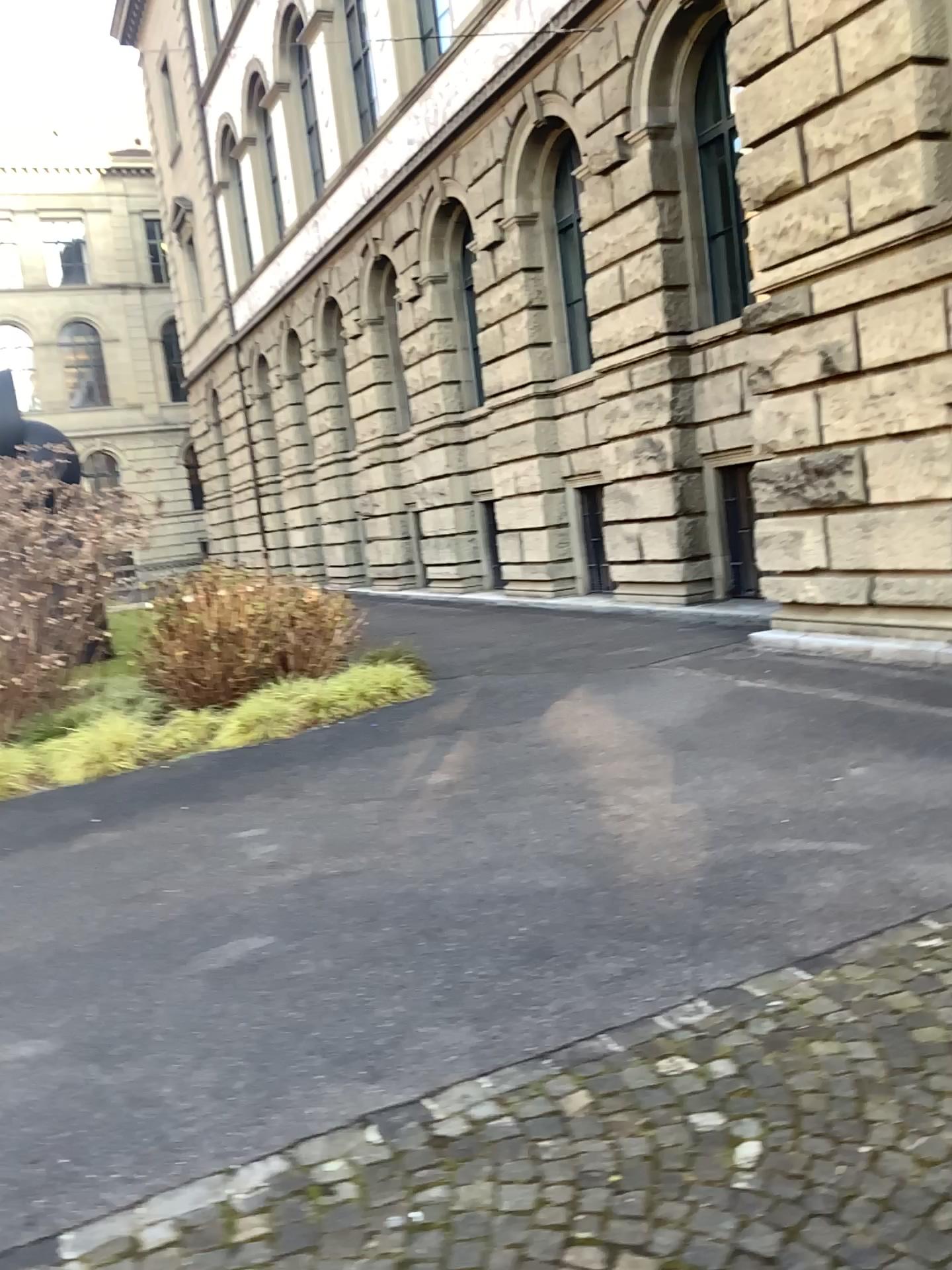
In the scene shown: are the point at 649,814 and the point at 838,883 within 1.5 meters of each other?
yes
